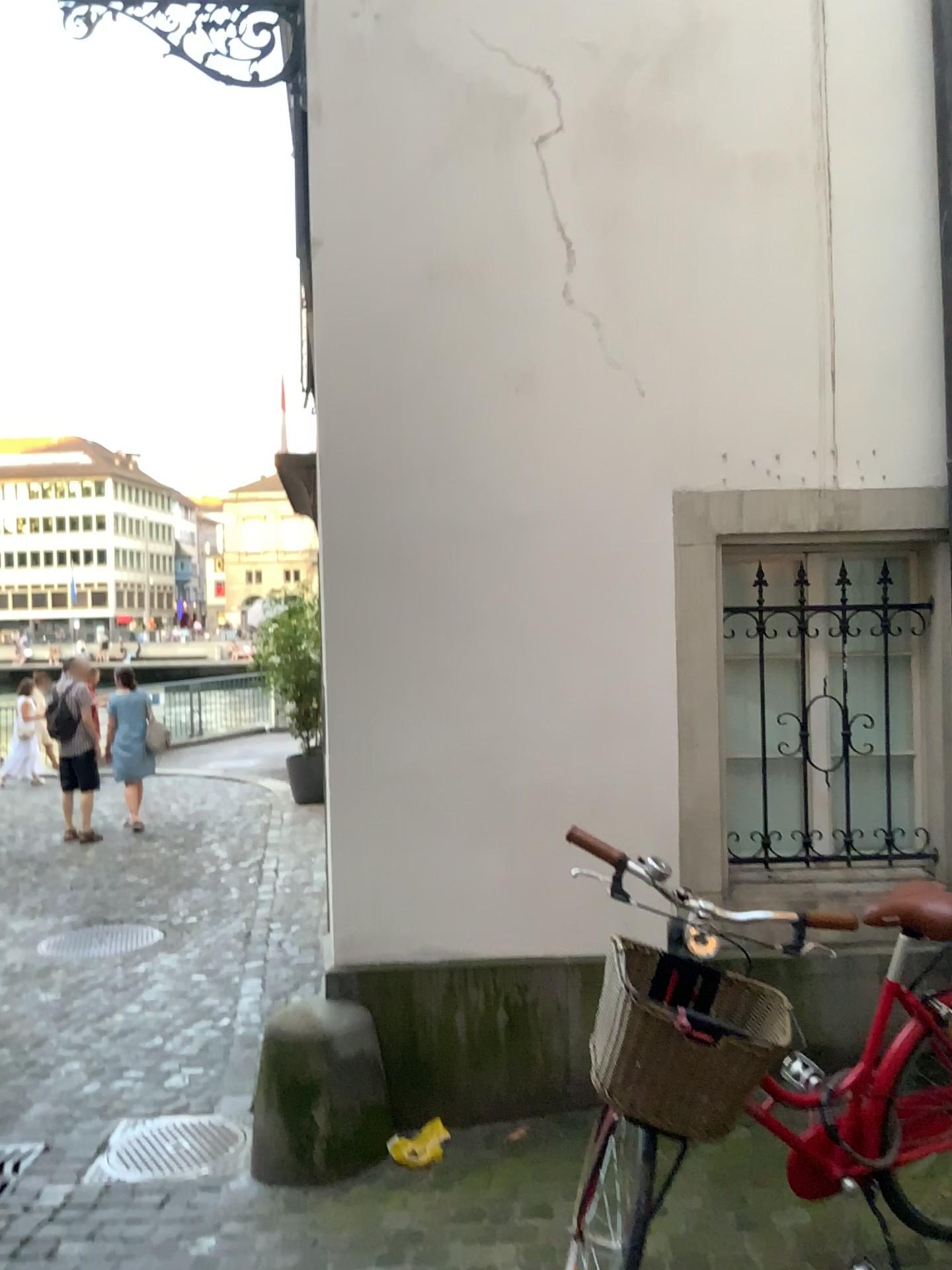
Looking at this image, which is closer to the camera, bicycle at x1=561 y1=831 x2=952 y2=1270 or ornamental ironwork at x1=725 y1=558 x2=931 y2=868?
bicycle at x1=561 y1=831 x2=952 y2=1270

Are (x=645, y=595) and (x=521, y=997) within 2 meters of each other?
yes

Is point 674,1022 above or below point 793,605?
below

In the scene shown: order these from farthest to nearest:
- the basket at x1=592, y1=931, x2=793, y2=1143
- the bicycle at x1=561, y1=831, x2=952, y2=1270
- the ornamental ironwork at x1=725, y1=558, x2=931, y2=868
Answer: the ornamental ironwork at x1=725, y1=558, x2=931, y2=868, the bicycle at x1=561, y1=831, x2=952, y2=1270, the basket at x1=592, y1=931, x2=793, y2=1143

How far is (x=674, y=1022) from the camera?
1.9 meters

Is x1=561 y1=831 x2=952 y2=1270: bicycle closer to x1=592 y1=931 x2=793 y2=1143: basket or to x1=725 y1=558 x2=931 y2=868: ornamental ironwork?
x1=592 y1=931 x2=793 y2=1143: basket

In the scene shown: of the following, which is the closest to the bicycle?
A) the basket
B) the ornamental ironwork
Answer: the basket

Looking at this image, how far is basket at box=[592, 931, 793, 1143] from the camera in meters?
1.9

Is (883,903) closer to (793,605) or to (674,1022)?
(674,1022)
